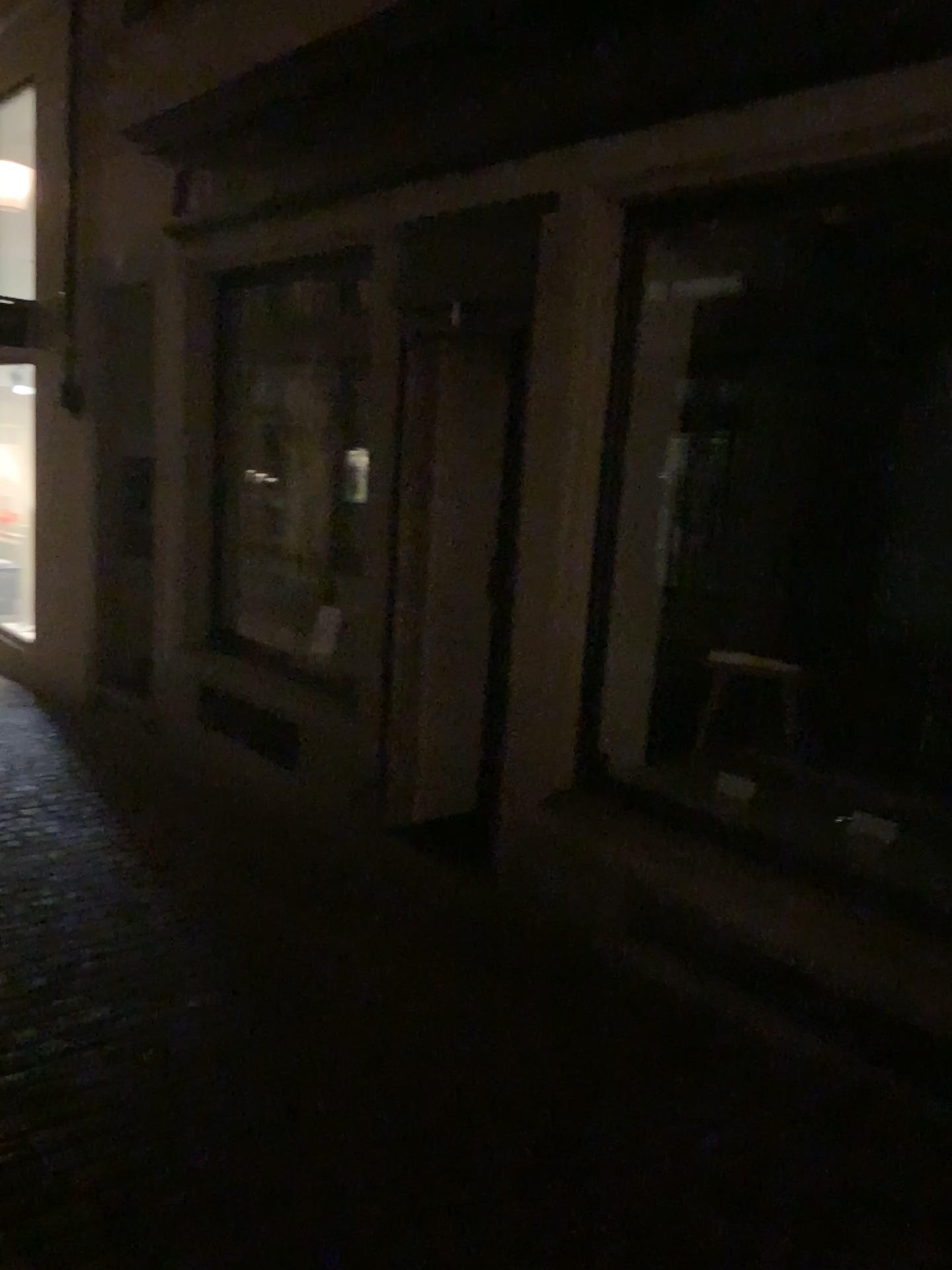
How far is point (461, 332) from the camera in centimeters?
443cm

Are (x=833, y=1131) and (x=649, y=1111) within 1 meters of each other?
yes

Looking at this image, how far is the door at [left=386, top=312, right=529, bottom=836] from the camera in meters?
4.4
